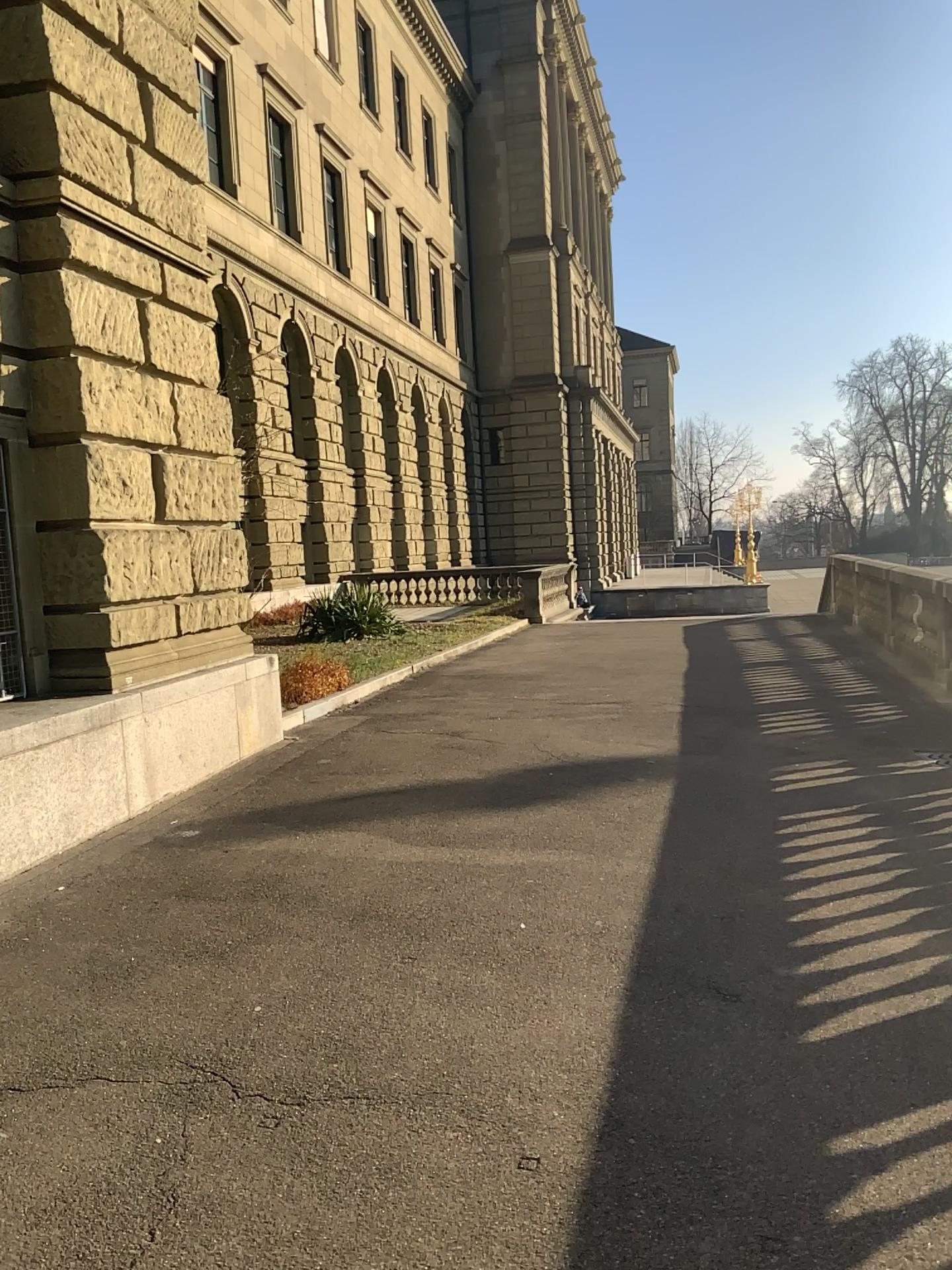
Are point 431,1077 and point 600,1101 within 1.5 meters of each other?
yes
